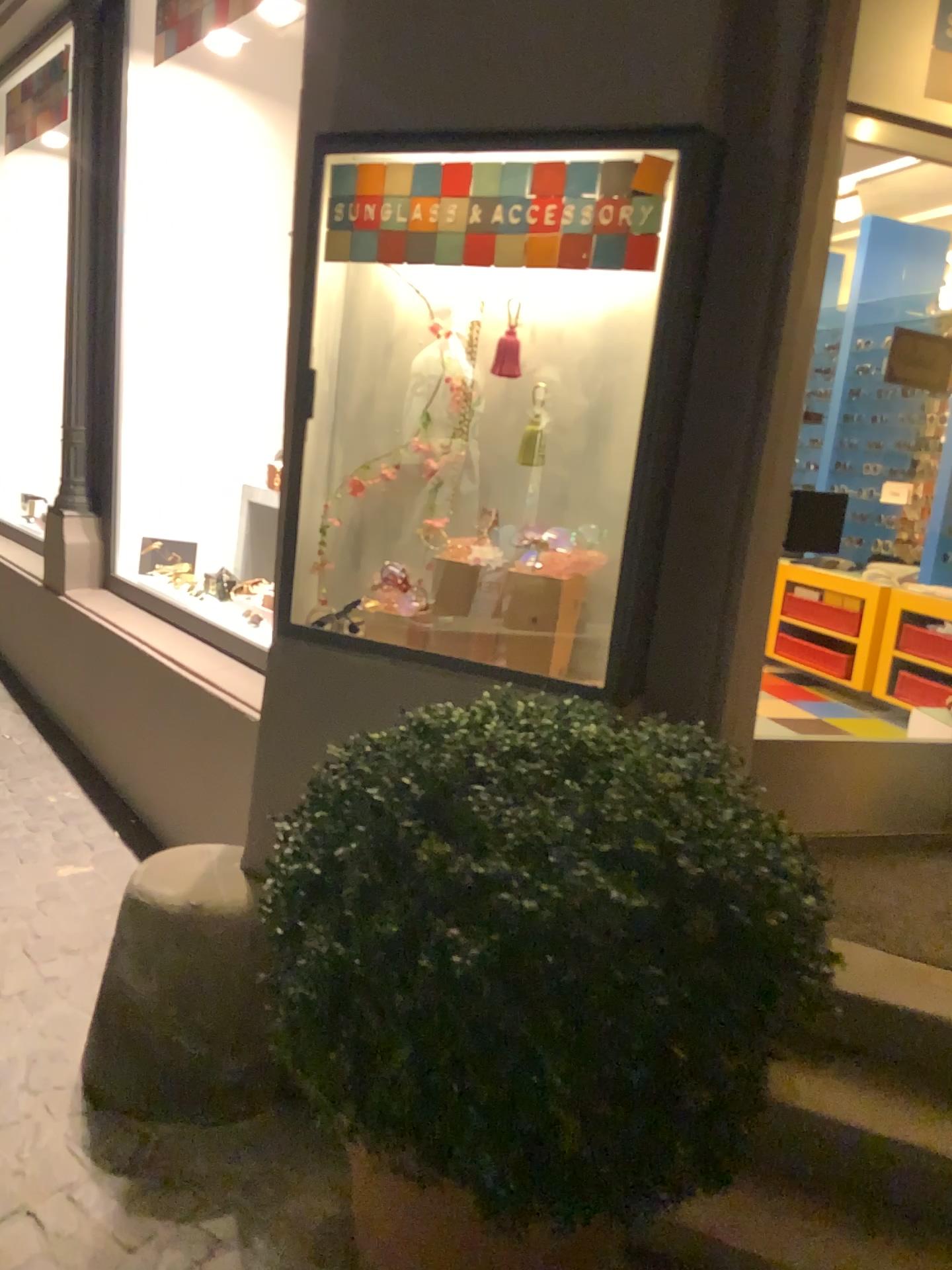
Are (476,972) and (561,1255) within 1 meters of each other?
yes

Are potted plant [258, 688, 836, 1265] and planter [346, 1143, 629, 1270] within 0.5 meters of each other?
yes

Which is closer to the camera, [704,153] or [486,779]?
[486,779]

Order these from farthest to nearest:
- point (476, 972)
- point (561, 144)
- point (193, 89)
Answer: point (193, 89) → point (561, 144) → point (476, 972)

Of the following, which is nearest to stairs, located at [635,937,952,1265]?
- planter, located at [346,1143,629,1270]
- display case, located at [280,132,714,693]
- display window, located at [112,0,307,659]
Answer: planter, located at [346,1143,629,1270]

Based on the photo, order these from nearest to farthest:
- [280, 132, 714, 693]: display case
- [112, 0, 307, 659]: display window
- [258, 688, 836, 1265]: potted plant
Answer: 1. [258, 688, 836, 1265]: potted plant
2. [280, 132, 714, 693]: display case
3. [112, 0, 307, 659]: display window

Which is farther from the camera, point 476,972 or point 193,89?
point 193,89

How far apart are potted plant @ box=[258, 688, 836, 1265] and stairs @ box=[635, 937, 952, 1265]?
0.52m

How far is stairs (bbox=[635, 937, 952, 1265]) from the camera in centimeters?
183cm

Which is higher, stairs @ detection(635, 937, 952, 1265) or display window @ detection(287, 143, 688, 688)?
display window @ detection(287, 143, 688, 688)
